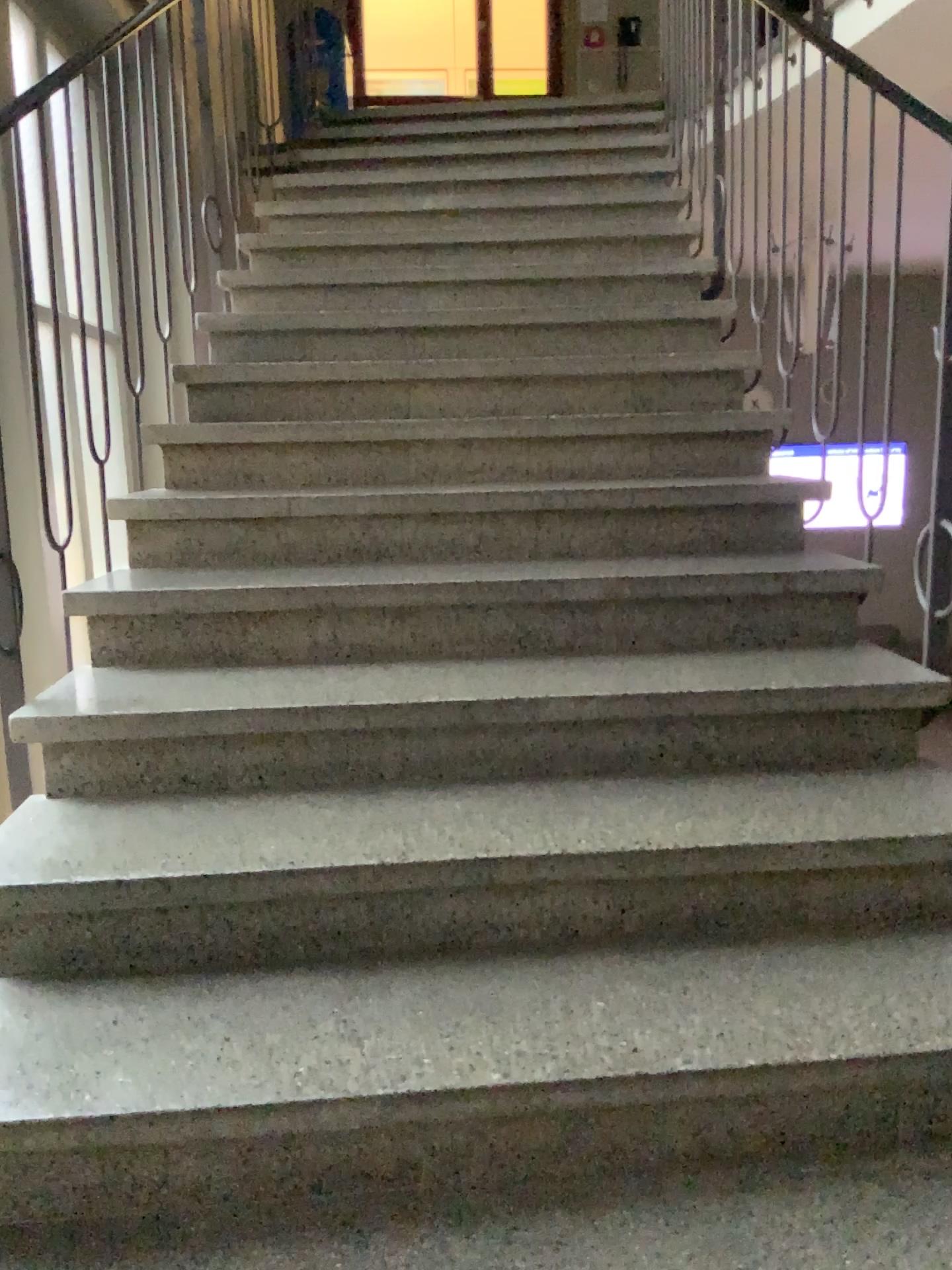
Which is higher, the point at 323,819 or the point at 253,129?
the point at 253,129
